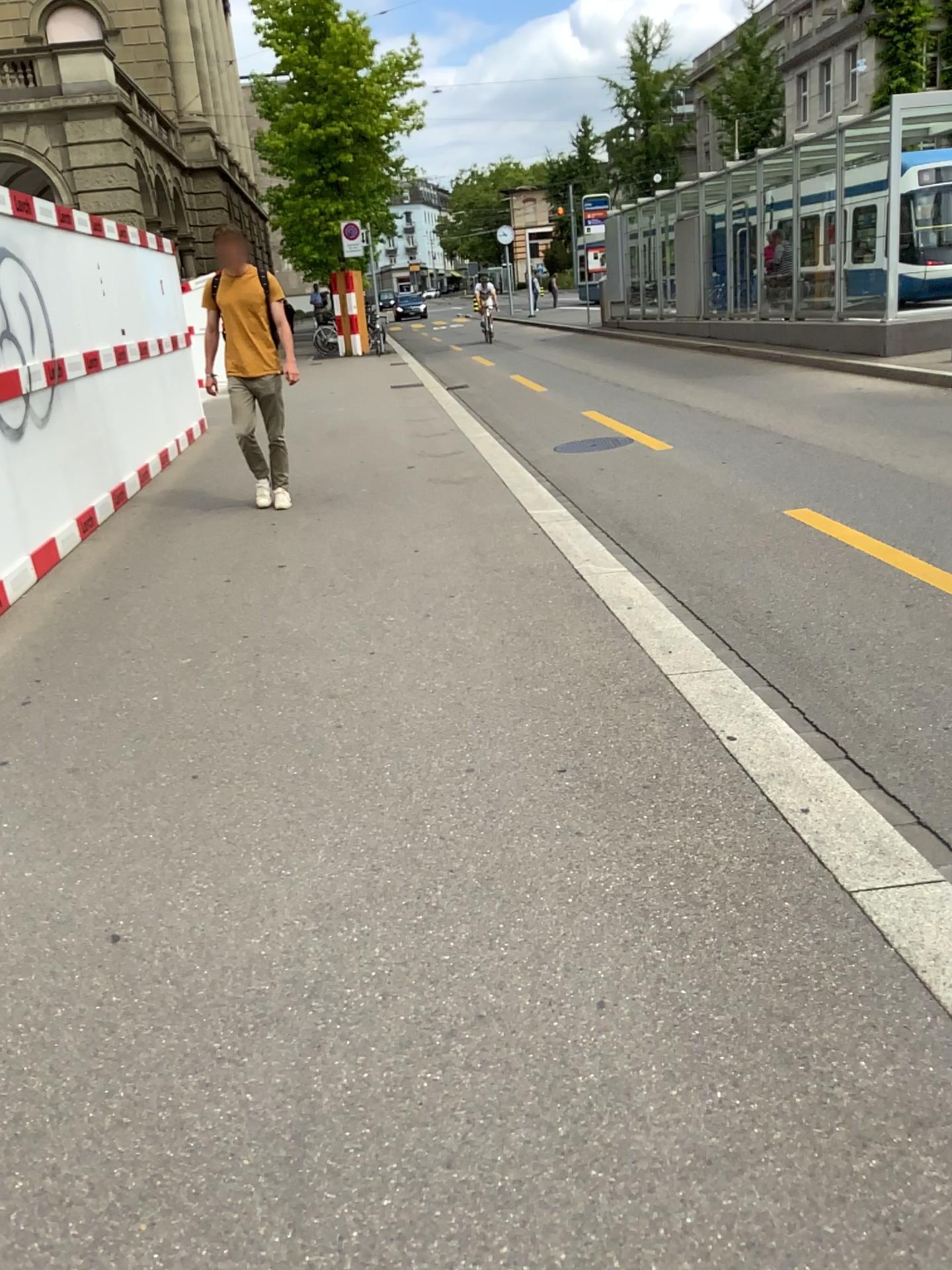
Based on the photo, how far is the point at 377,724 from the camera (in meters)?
3.59
